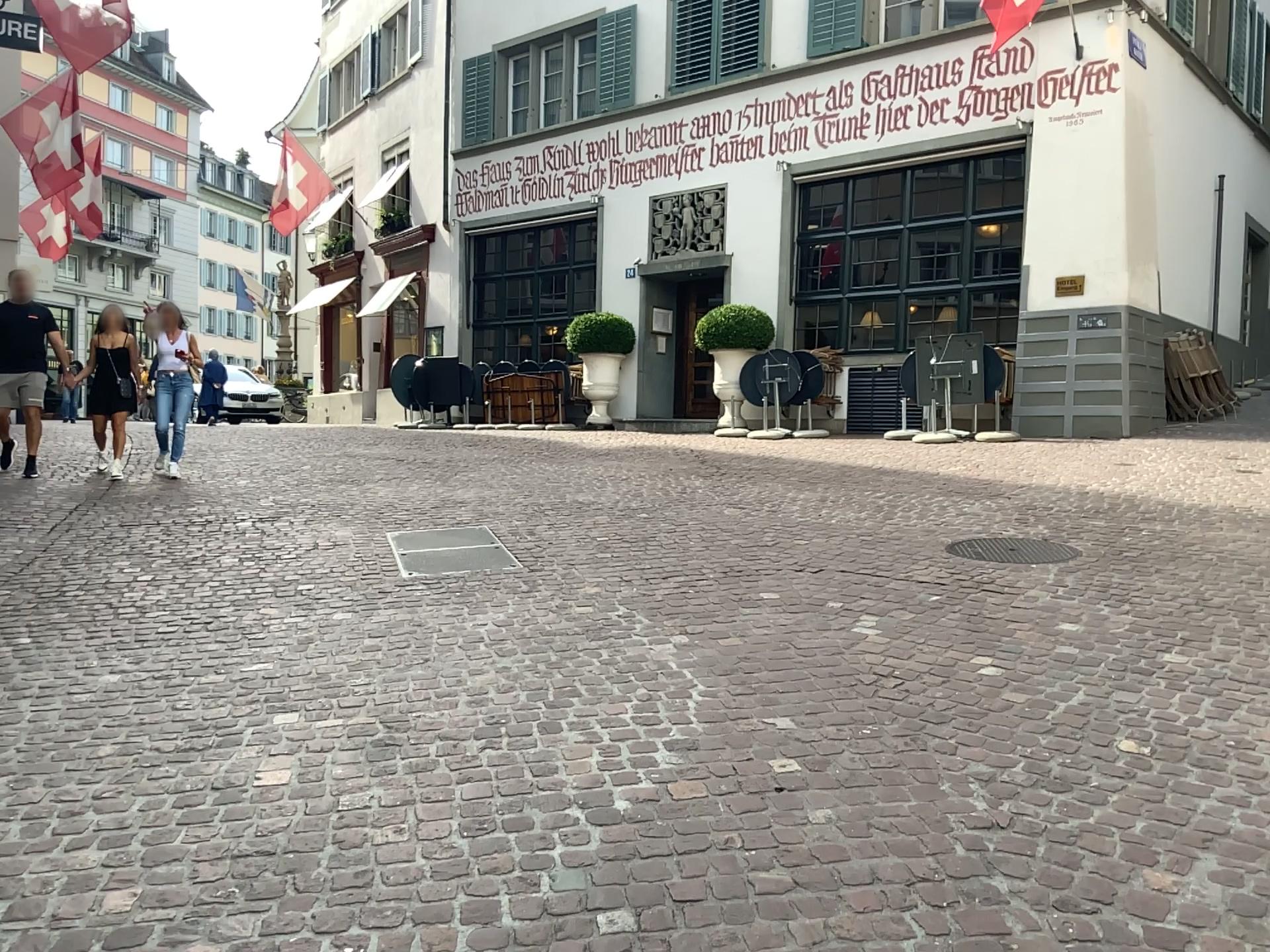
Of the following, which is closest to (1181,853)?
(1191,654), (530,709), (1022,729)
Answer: (1022,729)
